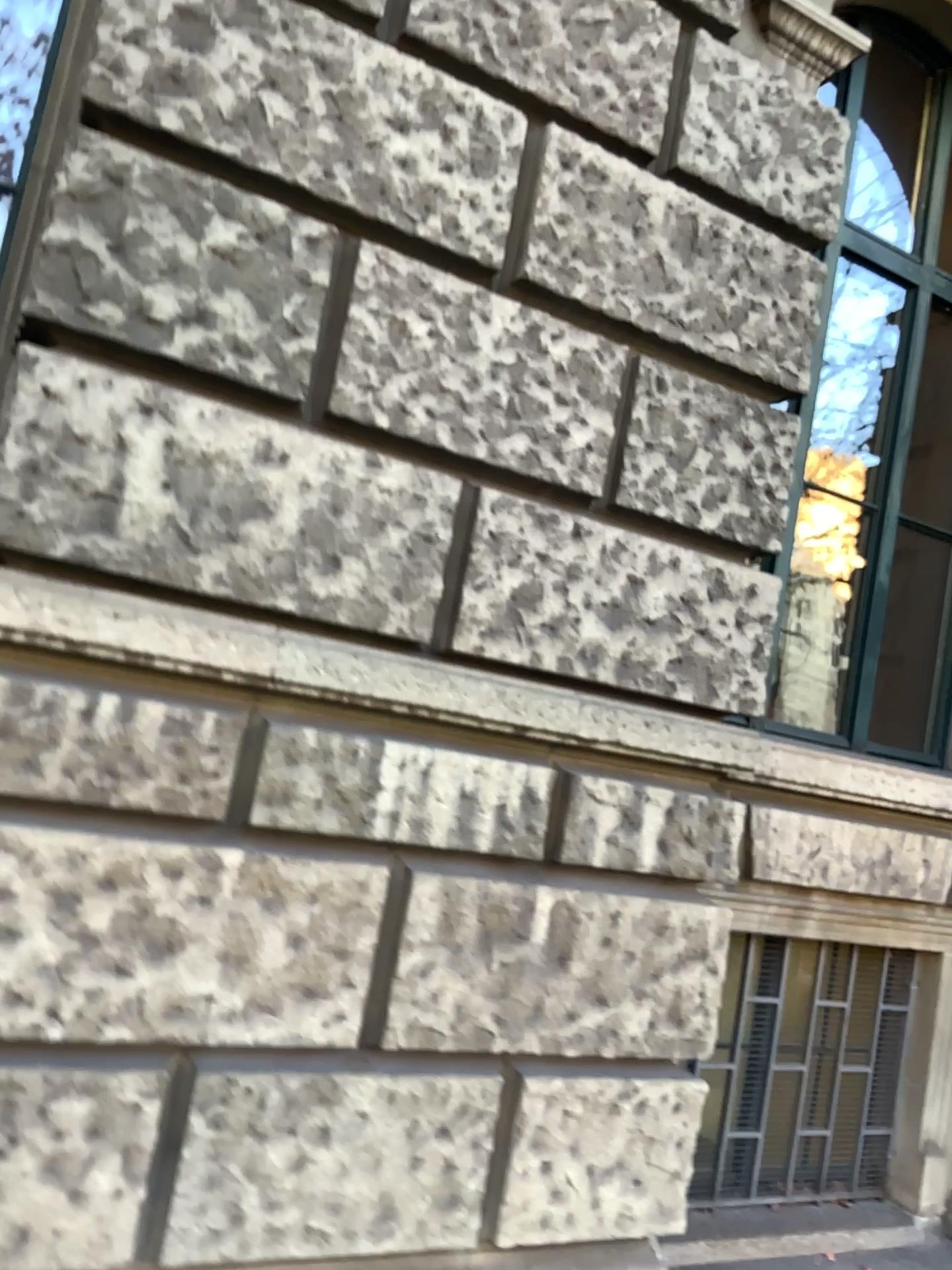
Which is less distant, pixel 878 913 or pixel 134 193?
pixel 134 193
